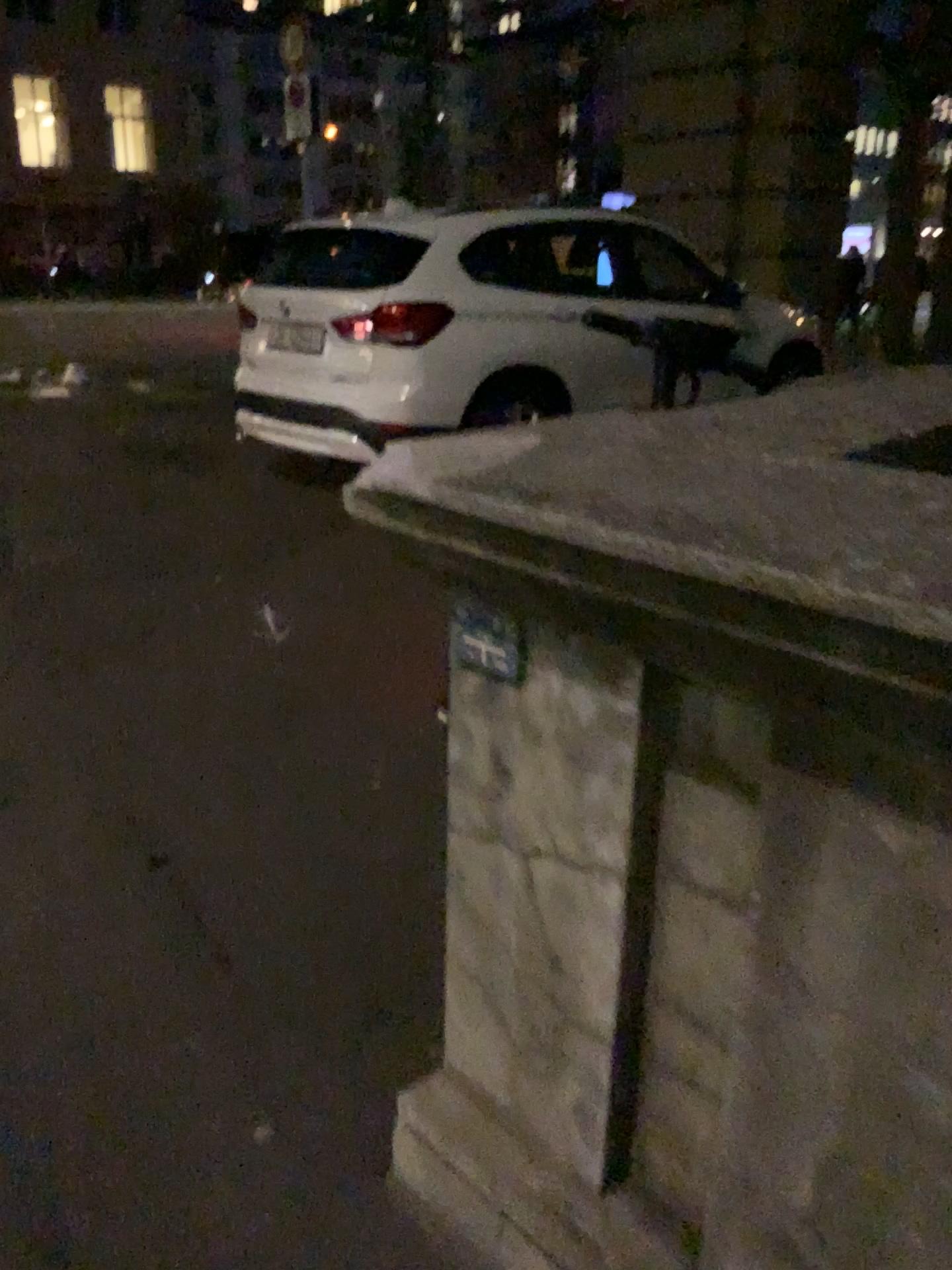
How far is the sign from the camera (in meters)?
1.19

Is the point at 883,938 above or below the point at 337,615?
above

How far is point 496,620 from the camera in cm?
119
